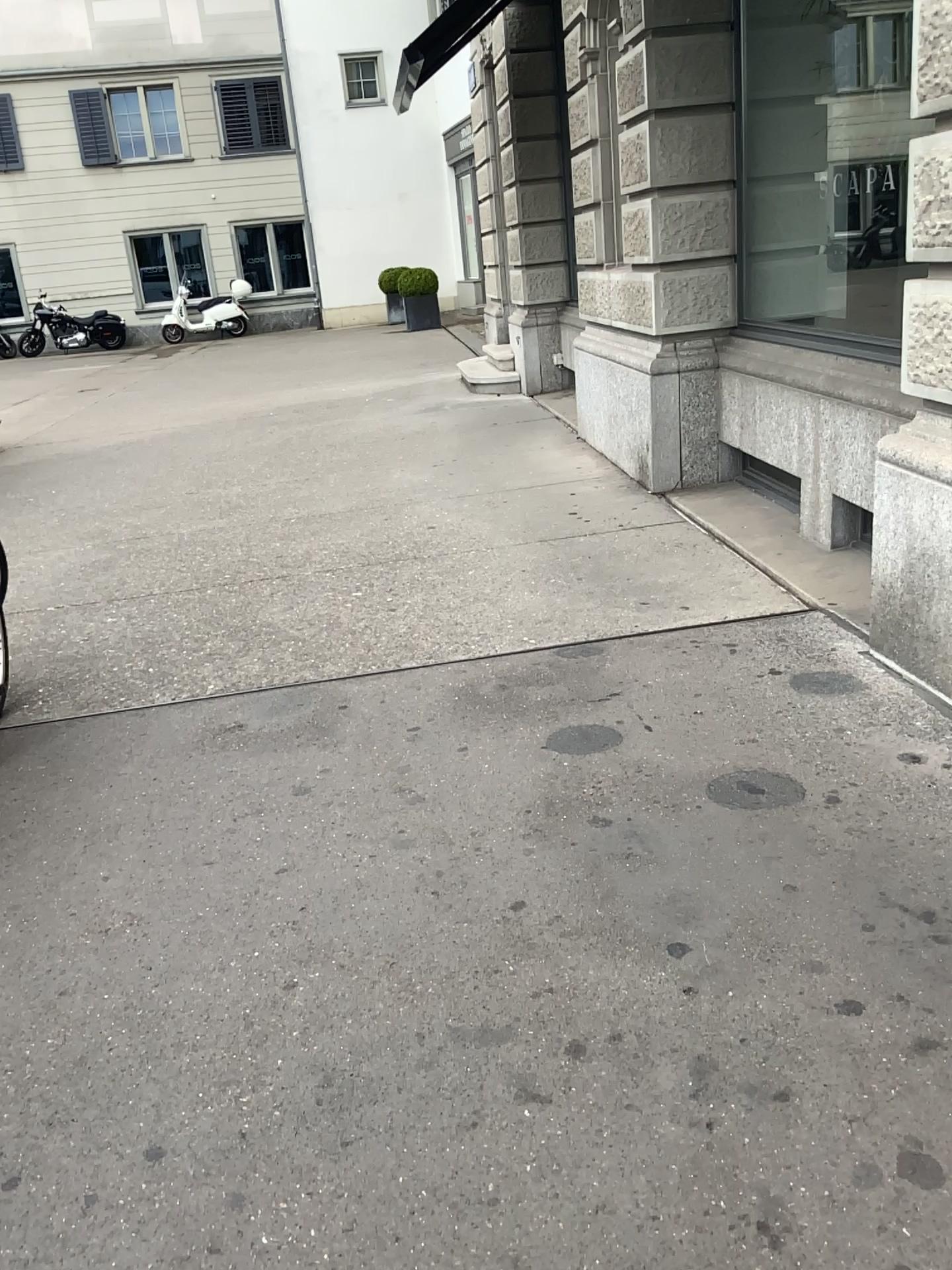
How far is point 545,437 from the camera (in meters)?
6.88
